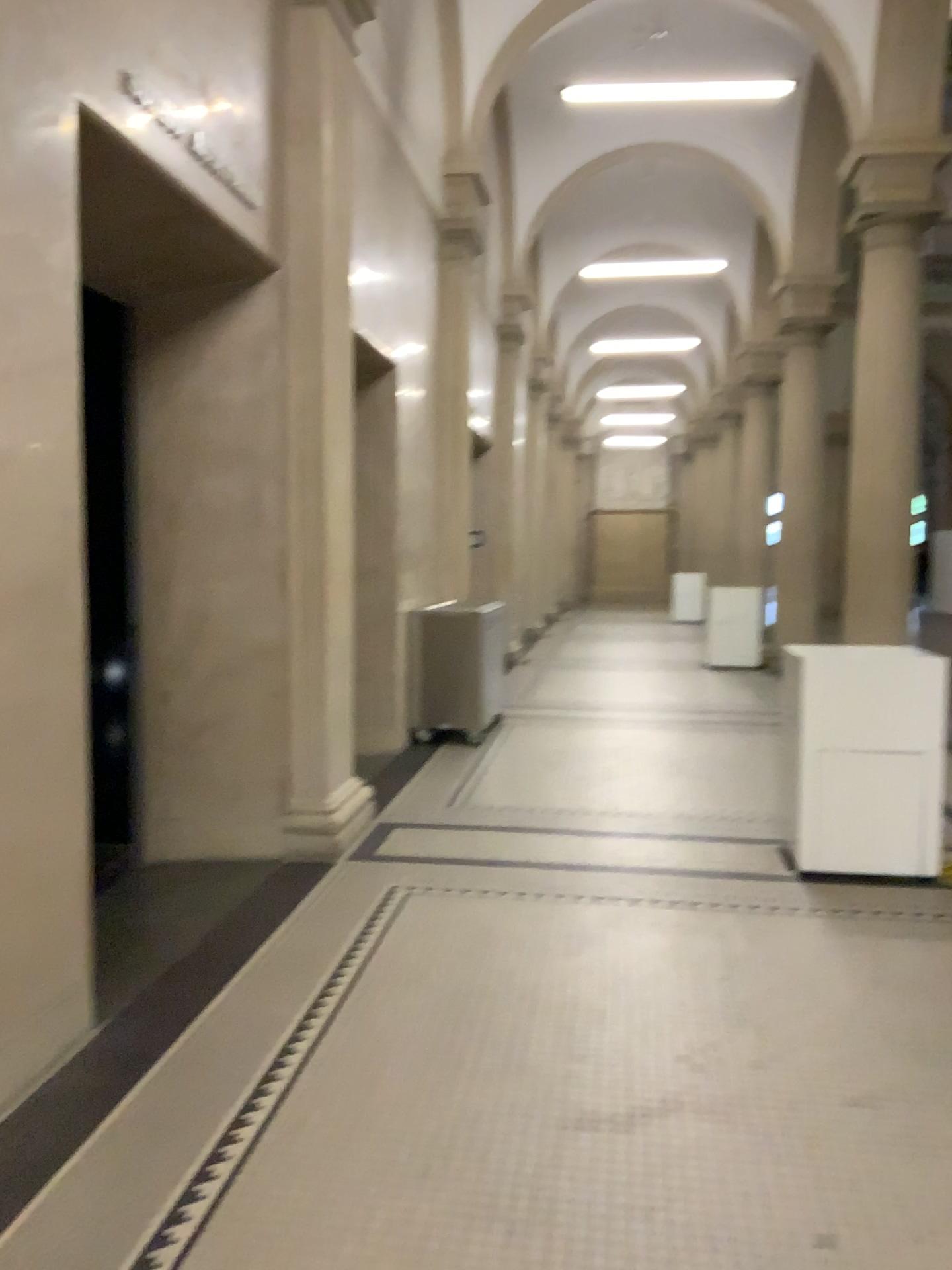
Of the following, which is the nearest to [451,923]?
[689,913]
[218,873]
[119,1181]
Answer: [689,913]
